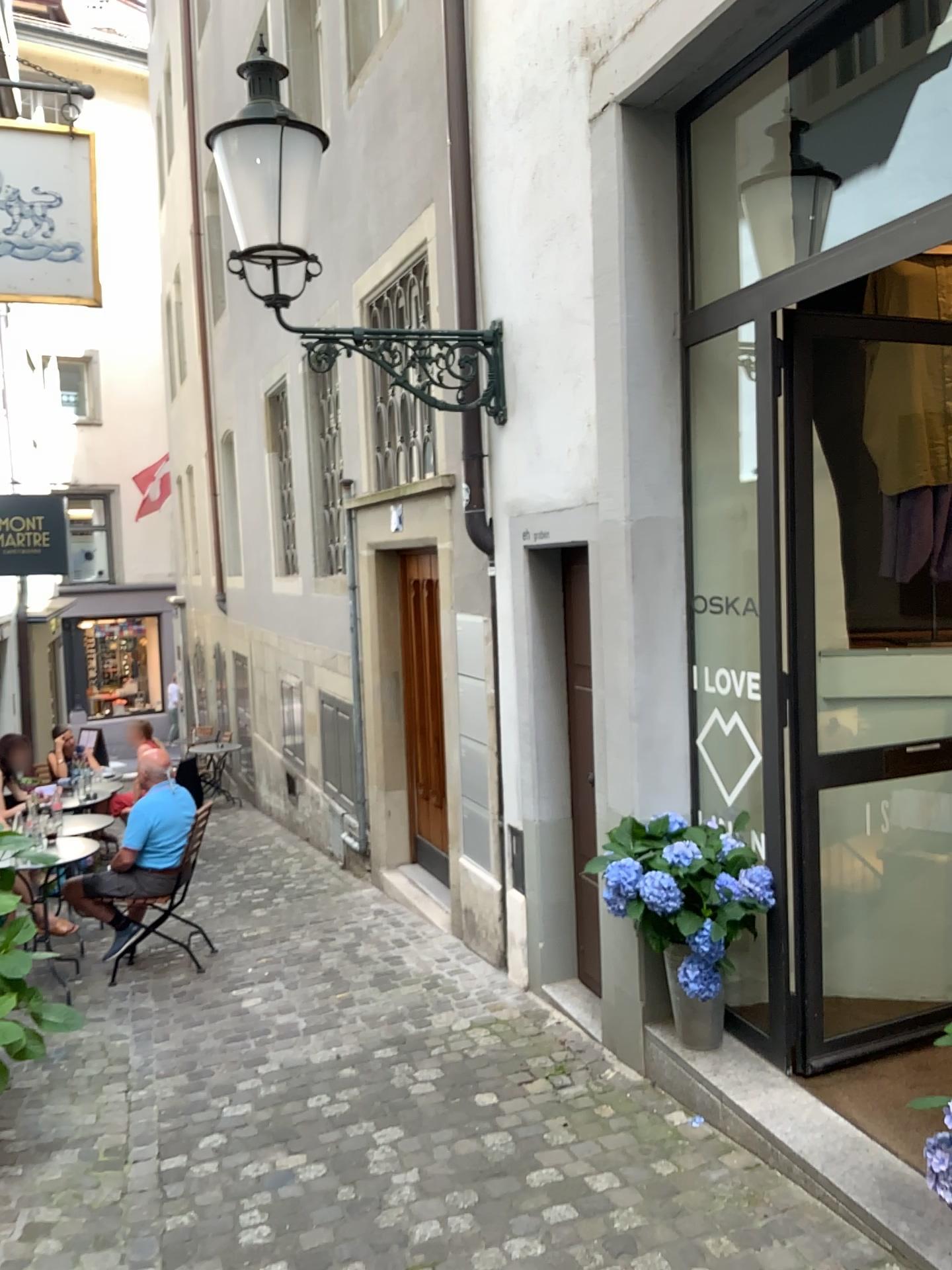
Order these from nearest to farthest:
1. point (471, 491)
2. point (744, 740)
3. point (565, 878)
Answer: point (744, 740)
point (565, 878)
point (471, 491)

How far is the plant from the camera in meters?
3.4 m

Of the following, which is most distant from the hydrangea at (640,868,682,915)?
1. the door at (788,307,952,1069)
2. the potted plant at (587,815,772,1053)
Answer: the door at (788,307,952,1069)

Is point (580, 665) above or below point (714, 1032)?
above

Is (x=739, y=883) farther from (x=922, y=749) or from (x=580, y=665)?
(x=580, y=665)

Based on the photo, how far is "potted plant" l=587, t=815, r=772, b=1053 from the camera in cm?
339

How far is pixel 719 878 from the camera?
3.4m

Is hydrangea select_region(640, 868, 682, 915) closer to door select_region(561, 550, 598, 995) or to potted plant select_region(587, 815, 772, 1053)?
potted plant select_region(587, 815, 772, 1053)

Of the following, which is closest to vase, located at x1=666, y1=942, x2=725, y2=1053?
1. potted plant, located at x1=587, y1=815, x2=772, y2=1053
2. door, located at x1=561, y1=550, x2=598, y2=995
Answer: potted plant, located at x1=587, y1=815, x2=772, y2=1053

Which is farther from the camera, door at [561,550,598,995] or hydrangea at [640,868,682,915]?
door at [561,550,598,995]
